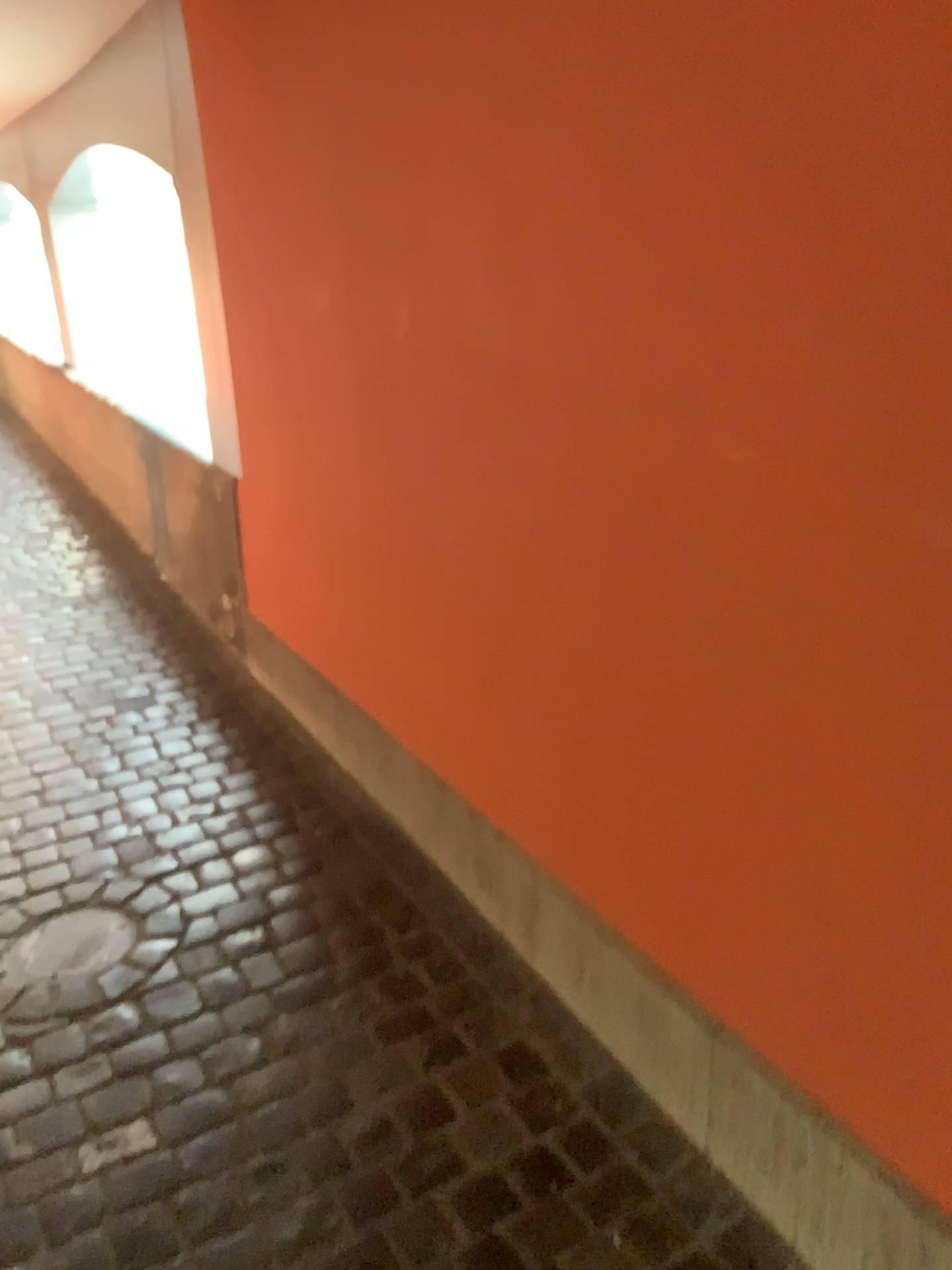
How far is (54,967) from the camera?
2.13m

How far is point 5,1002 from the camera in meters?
2.0 m

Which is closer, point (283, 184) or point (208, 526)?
point (283, 184)

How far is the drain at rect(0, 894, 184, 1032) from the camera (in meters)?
2.04

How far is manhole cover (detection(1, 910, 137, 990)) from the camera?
2.13m
